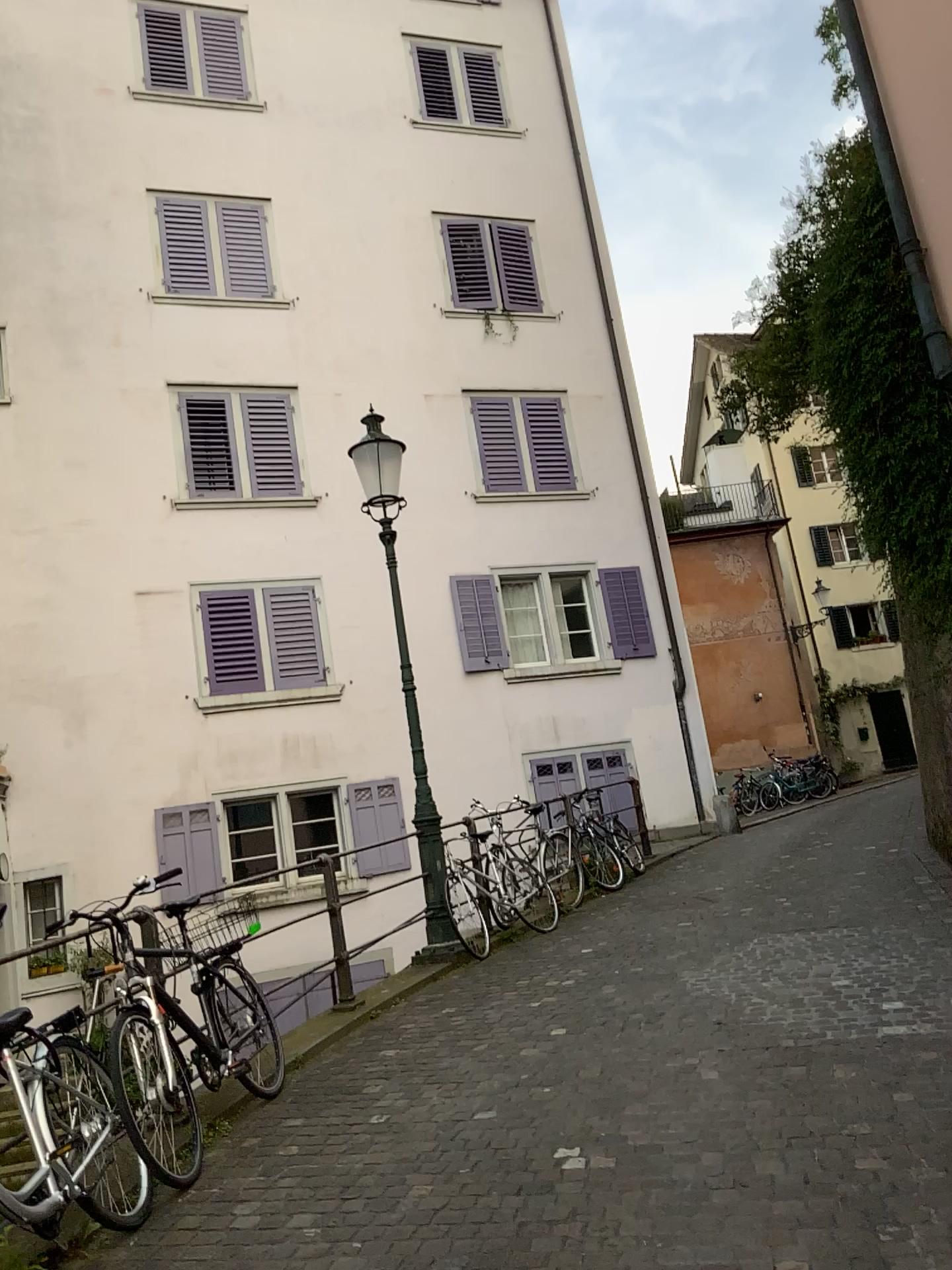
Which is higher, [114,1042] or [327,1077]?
[114,1042]
